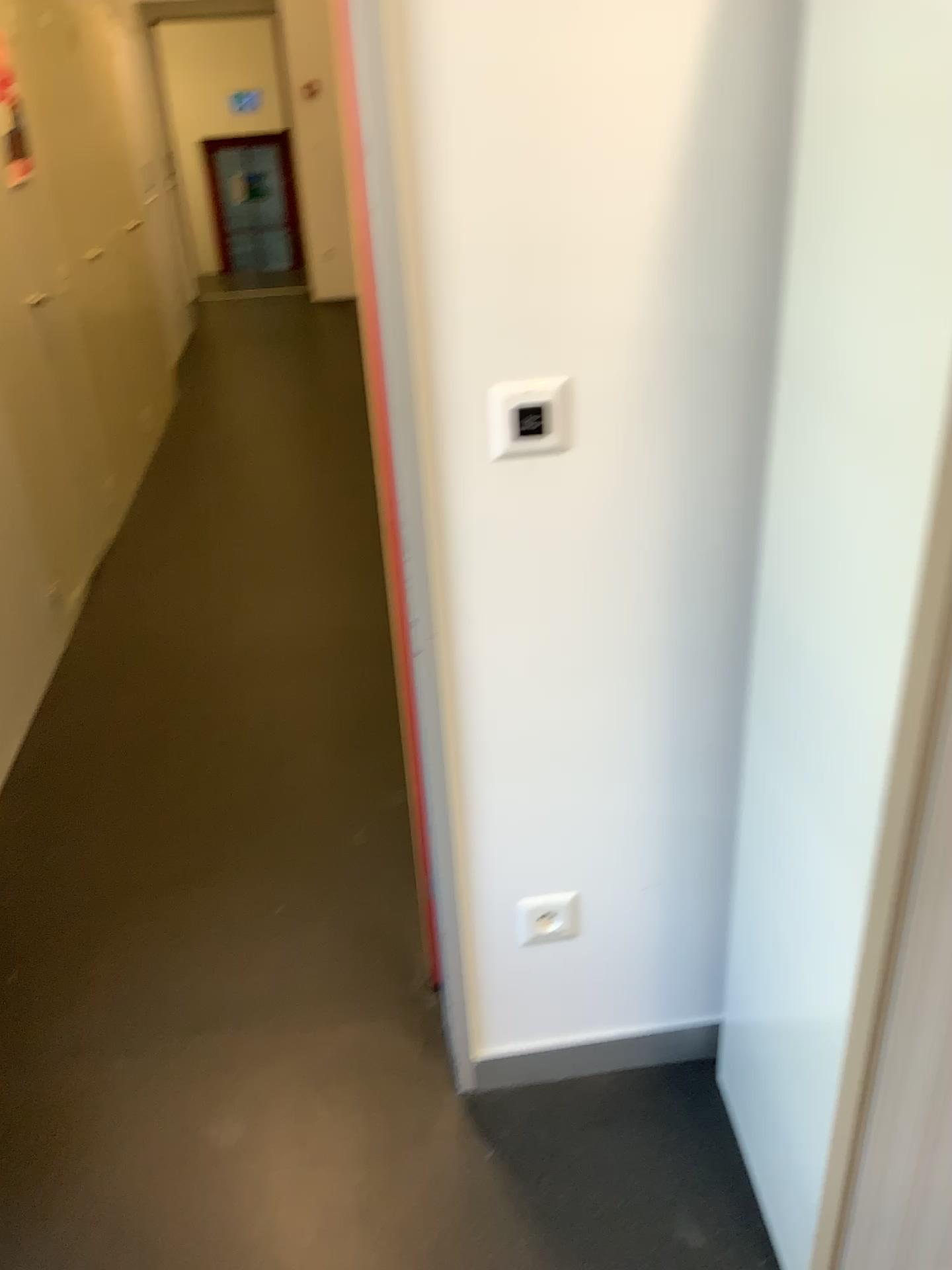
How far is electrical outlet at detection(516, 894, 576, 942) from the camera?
1.6 meters

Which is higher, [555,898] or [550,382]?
[550,382]

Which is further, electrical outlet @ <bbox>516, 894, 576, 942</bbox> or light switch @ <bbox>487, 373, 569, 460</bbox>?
electrical outlet @ <bbox>516, 894, 576, 942</bbox>

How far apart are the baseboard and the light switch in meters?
1.0

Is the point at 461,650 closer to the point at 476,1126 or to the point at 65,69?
the point at 476,1126

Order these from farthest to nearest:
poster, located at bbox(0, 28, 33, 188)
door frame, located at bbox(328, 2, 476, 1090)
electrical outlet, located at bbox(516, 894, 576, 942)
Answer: poster, located at bbox(0, 28, 33, 188) → electrical outlet, located at bbox(516, 894, 576, 942) → door frame, located at bbox(328, 2, 476, 1090)

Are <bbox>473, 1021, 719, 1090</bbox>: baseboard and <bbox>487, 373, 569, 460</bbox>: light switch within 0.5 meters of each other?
no

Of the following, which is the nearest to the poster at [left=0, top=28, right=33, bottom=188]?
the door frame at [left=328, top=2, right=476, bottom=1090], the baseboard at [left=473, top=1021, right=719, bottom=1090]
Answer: the door frame at [left=328, top=2, right=476, bottom=1090]

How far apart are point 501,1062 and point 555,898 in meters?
0.3 m

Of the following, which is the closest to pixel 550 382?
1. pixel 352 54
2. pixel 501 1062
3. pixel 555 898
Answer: pixel 352 54
